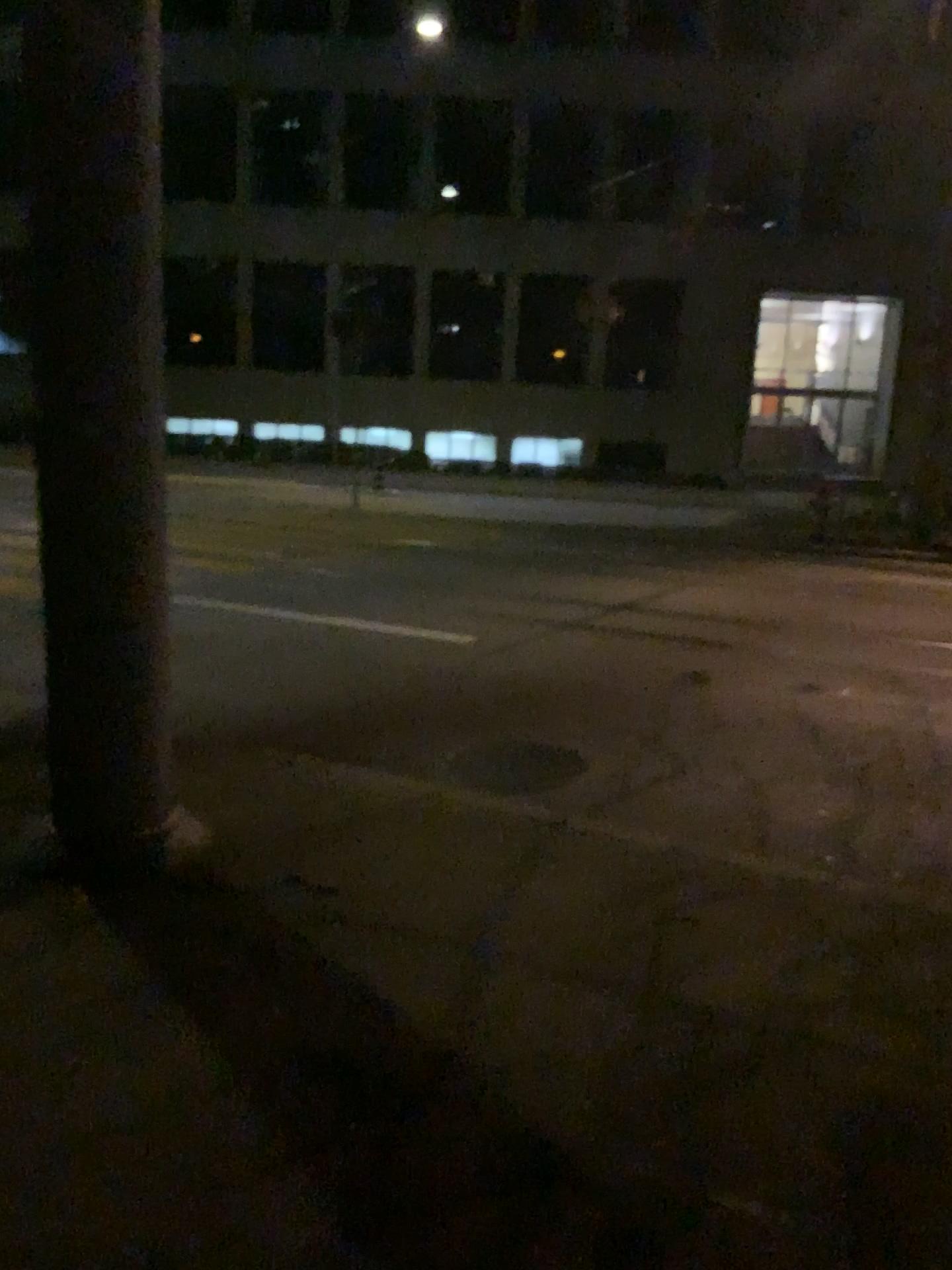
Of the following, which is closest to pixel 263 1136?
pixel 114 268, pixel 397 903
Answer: pixel 397 903
